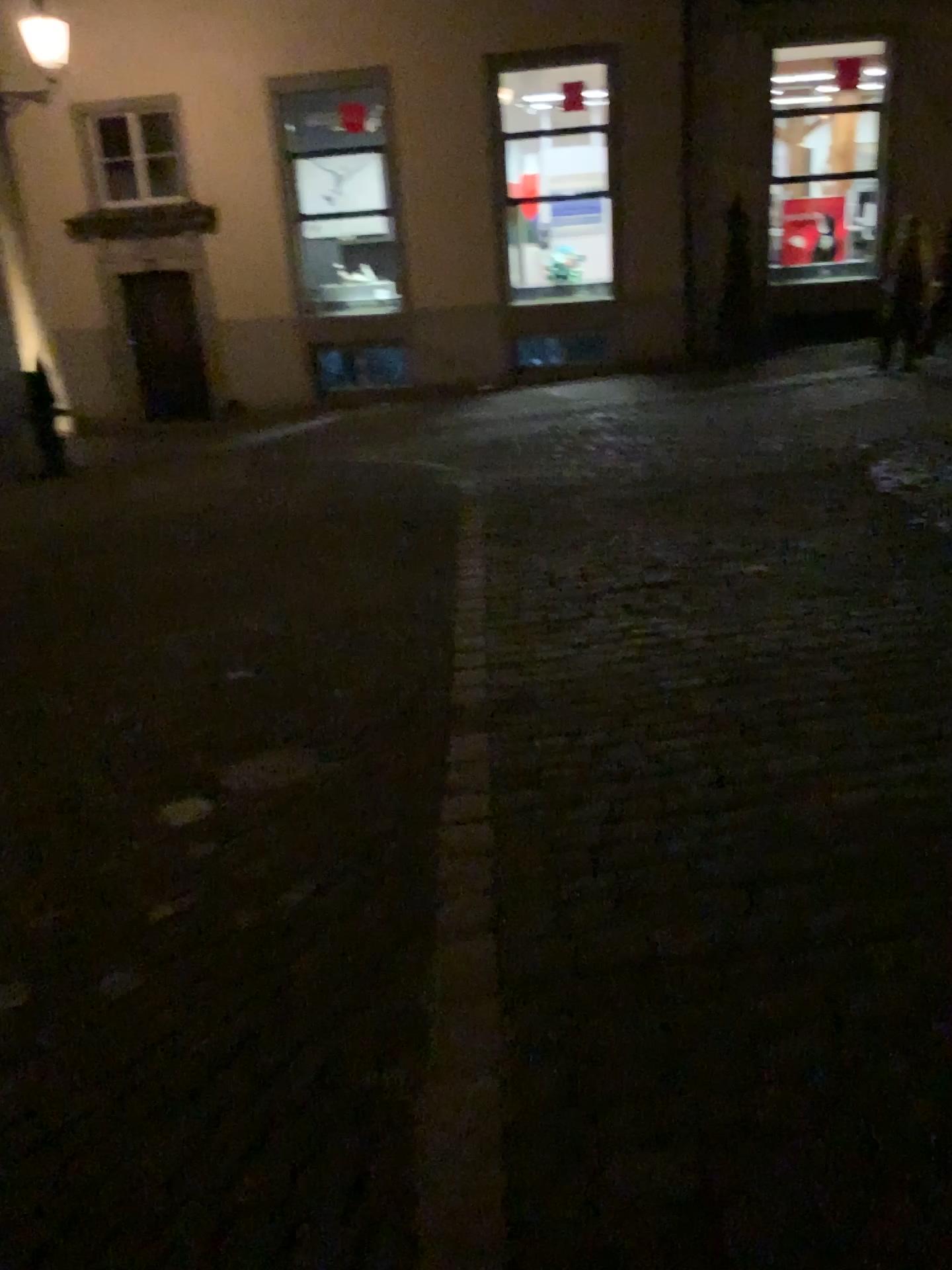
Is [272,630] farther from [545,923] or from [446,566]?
[545,923]
